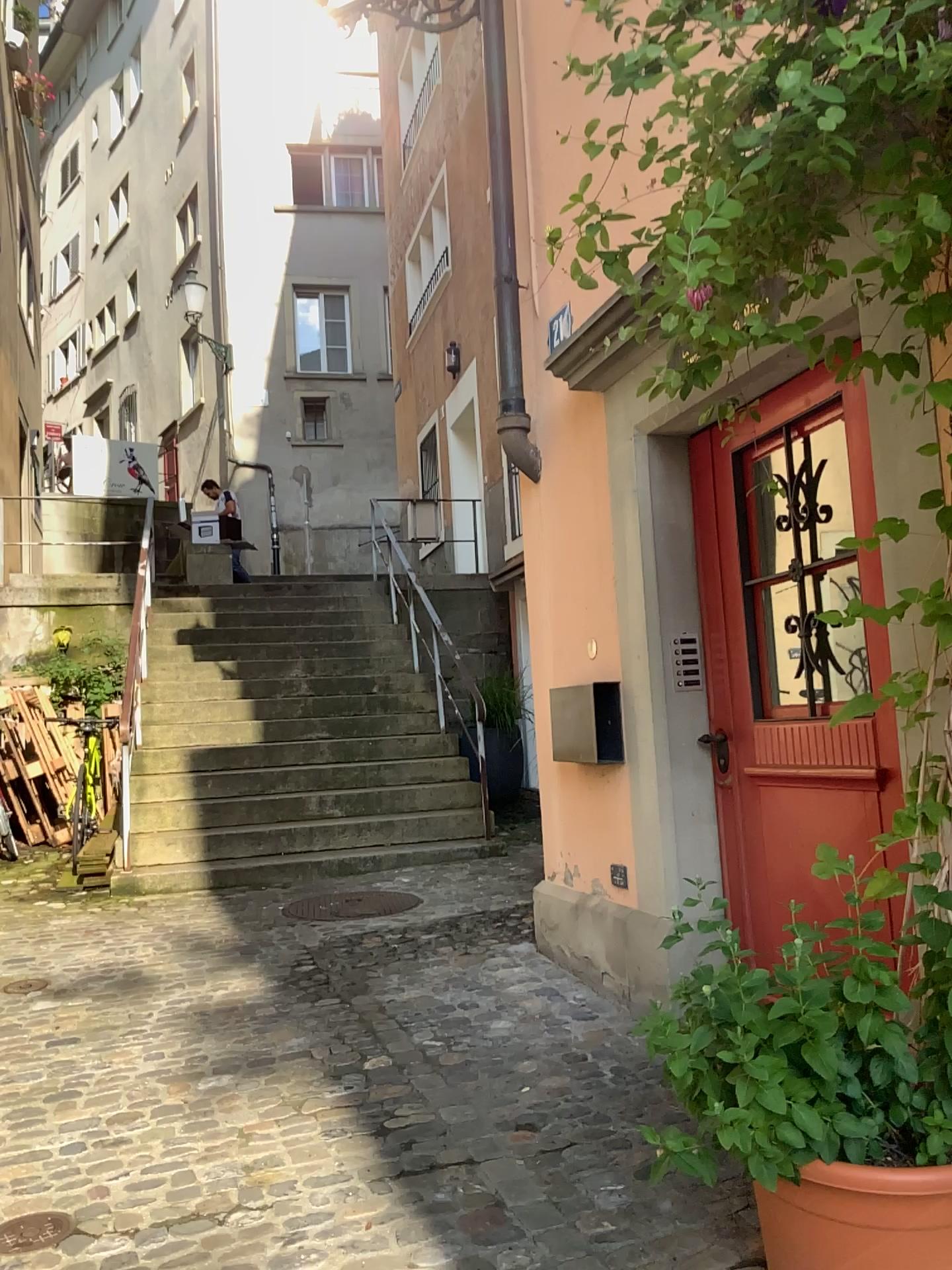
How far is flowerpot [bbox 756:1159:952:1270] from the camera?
1.7m

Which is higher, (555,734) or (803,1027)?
(555,734)

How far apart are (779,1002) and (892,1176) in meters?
0.3 m

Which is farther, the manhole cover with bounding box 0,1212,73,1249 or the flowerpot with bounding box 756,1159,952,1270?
the manhole cover with bounding box 0,1212,73,1249

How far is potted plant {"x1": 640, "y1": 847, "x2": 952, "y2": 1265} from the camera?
1.8m

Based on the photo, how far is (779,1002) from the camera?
1.77m

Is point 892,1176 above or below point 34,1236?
above

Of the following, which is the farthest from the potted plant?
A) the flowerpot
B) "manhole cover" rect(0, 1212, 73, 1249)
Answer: "manhole cover" rect(0, 1212, 73, 1249)

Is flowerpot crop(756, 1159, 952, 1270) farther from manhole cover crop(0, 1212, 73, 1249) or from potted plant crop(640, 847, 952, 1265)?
manhole cover crop(0, 1212, 73, 1249)
